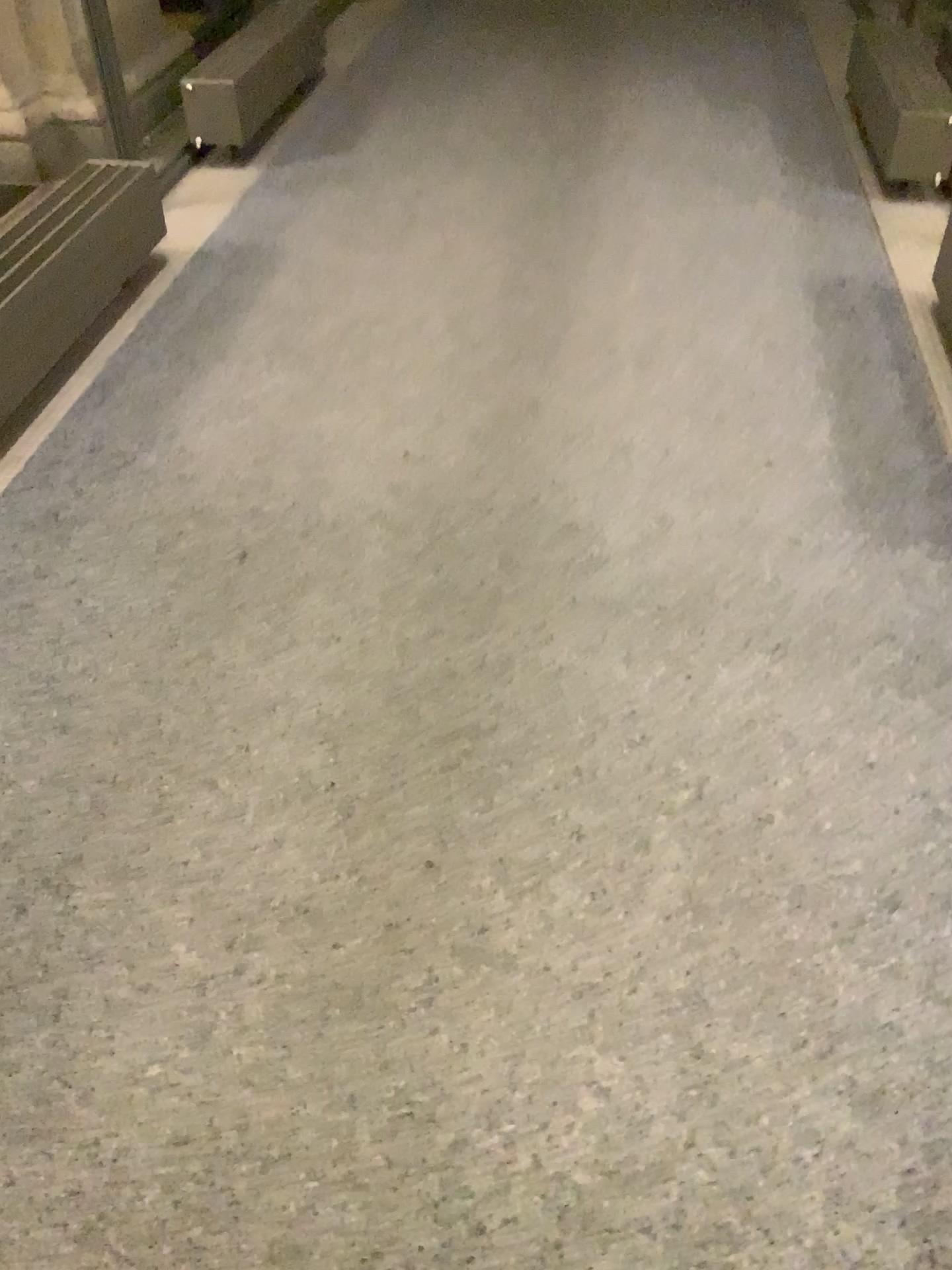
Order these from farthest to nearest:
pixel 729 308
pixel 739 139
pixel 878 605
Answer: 1. pixel 739 139
2. pixel 729 308
3. pixel 878 605

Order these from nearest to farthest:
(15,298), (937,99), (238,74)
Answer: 1. (15,298)
2. (937,99)
3. (238,74)

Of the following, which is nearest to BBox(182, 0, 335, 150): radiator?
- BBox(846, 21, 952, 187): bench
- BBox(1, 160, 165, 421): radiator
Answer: BBox(1, 160, 165, 421): radiator

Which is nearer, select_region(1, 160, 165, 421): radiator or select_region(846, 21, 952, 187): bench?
select_region(1, 160, 165, 421): radiator

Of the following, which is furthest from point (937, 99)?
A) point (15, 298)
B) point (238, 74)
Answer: point (15, 298)

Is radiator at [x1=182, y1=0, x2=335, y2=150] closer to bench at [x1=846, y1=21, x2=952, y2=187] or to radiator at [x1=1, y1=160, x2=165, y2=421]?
radiator at [x1=1, y1=160, x2=165, y2=421]

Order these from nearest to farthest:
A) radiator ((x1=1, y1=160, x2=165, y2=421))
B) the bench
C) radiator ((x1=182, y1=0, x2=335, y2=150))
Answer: radiator ((x1=1, y1=160, x2=165, y2=421)), the bench, radiator ((x1=182, y1=0, x2=335, y2=150))

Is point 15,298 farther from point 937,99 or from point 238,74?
point 937,99
